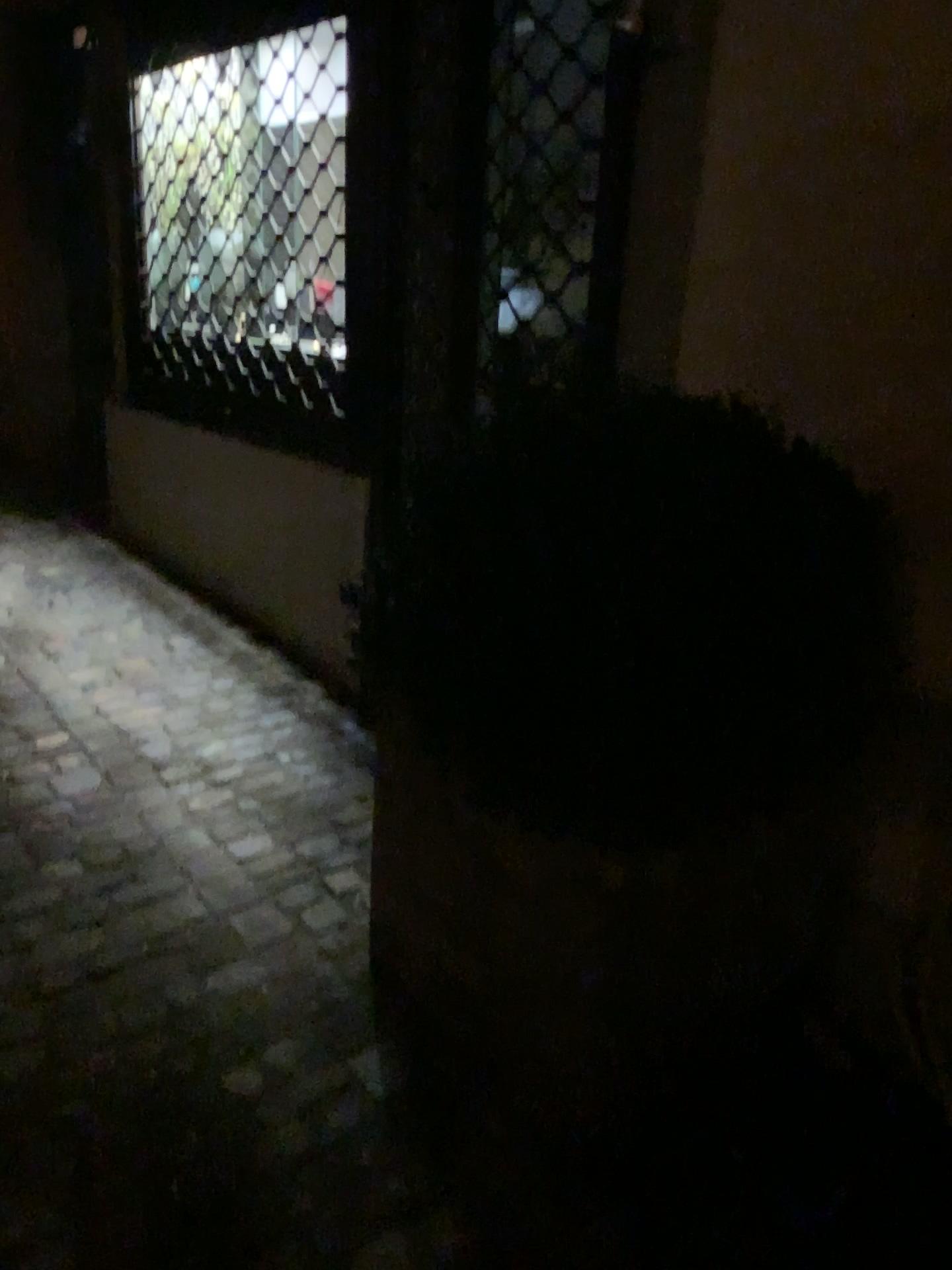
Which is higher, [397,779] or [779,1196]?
[397,779]

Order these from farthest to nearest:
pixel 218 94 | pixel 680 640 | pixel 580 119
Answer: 1. pixel 218 94
2. pixel 580 119
3. pixel 680 640

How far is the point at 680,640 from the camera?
1.2 meters

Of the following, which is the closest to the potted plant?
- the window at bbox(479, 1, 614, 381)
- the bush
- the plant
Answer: the bush

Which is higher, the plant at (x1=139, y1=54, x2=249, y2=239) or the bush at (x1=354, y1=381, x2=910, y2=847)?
the plant at (x1=139, y1=54, x2=249, y2=239)

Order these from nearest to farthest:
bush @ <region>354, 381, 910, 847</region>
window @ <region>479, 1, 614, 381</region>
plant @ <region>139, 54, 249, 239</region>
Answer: bush @ <region>354, 381, 910, 847</region>
window @ <region>479, 1, 614, 381</region>
plant @ <region>139, 54, 249, 239</region>

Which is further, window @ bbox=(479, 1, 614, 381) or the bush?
window @ bbox=(479, 1, 614, 381)

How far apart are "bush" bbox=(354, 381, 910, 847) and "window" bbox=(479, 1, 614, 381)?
0.7 meters

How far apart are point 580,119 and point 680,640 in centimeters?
137cm

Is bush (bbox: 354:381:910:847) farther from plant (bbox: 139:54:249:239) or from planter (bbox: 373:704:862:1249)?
plant (bbox: 139:54:249:239)
